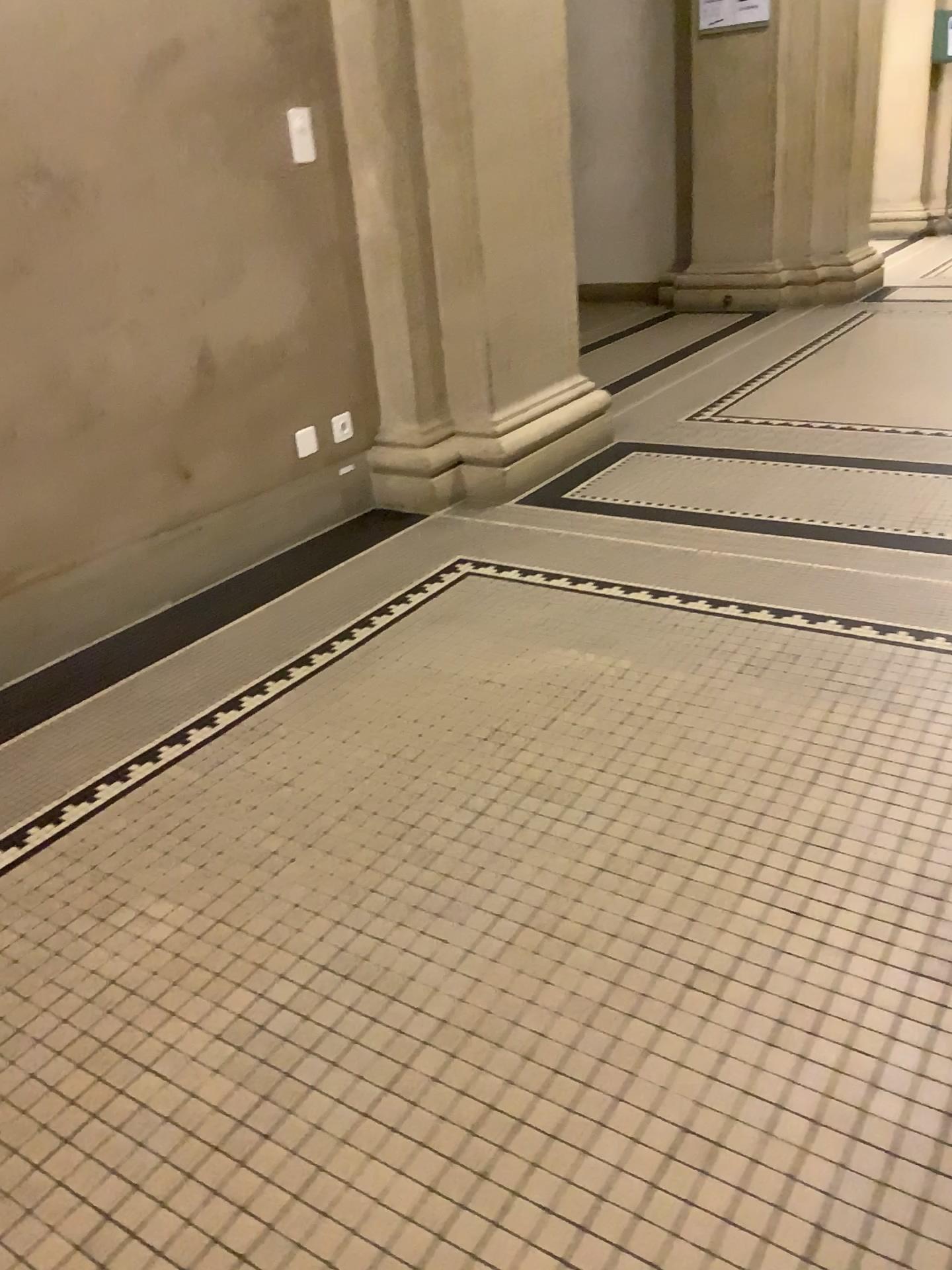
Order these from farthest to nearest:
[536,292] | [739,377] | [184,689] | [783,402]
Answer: [739,377] < [783,402] < [536,292] < [184,689]
